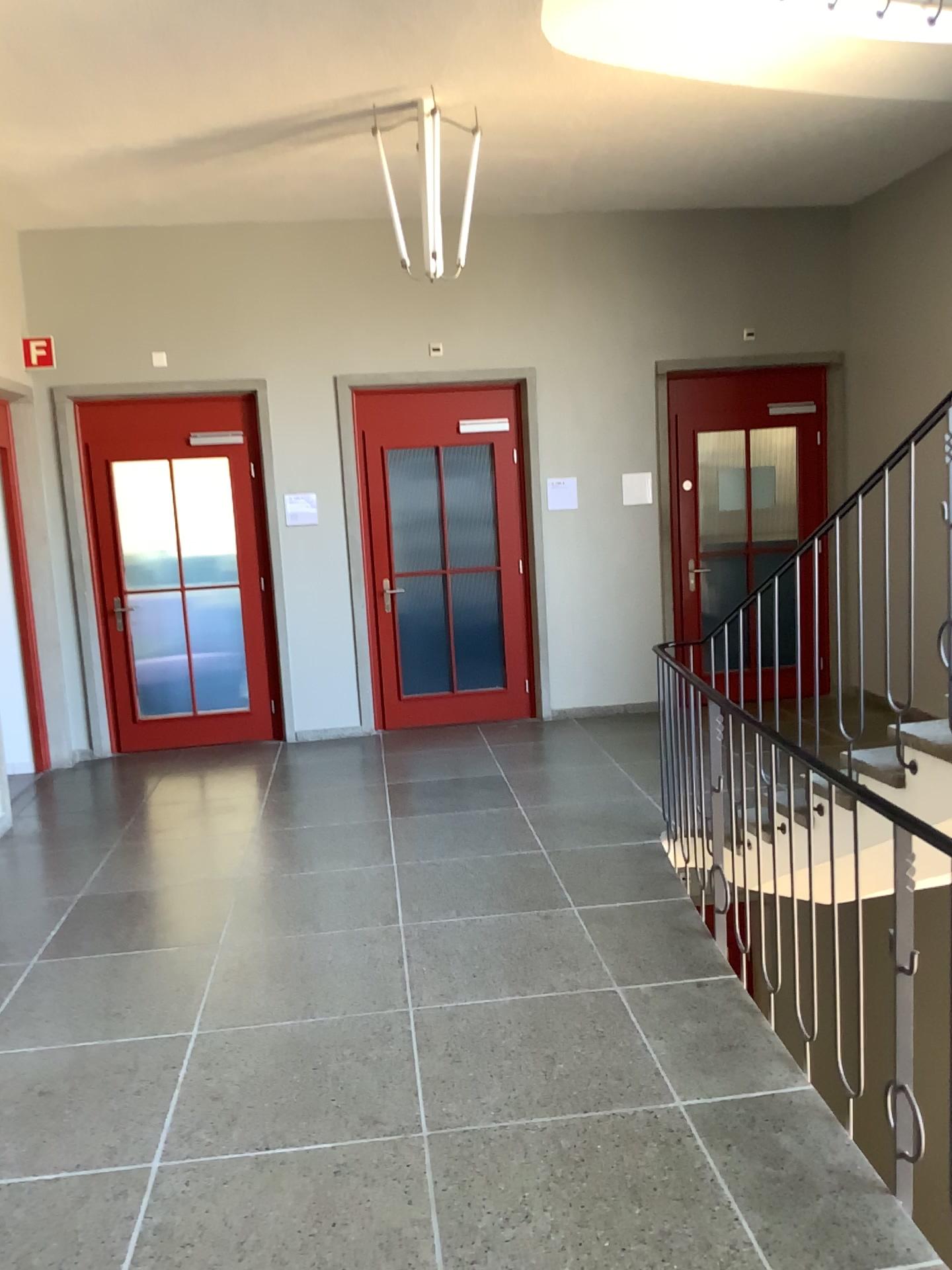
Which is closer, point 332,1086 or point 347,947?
point 332,1086
